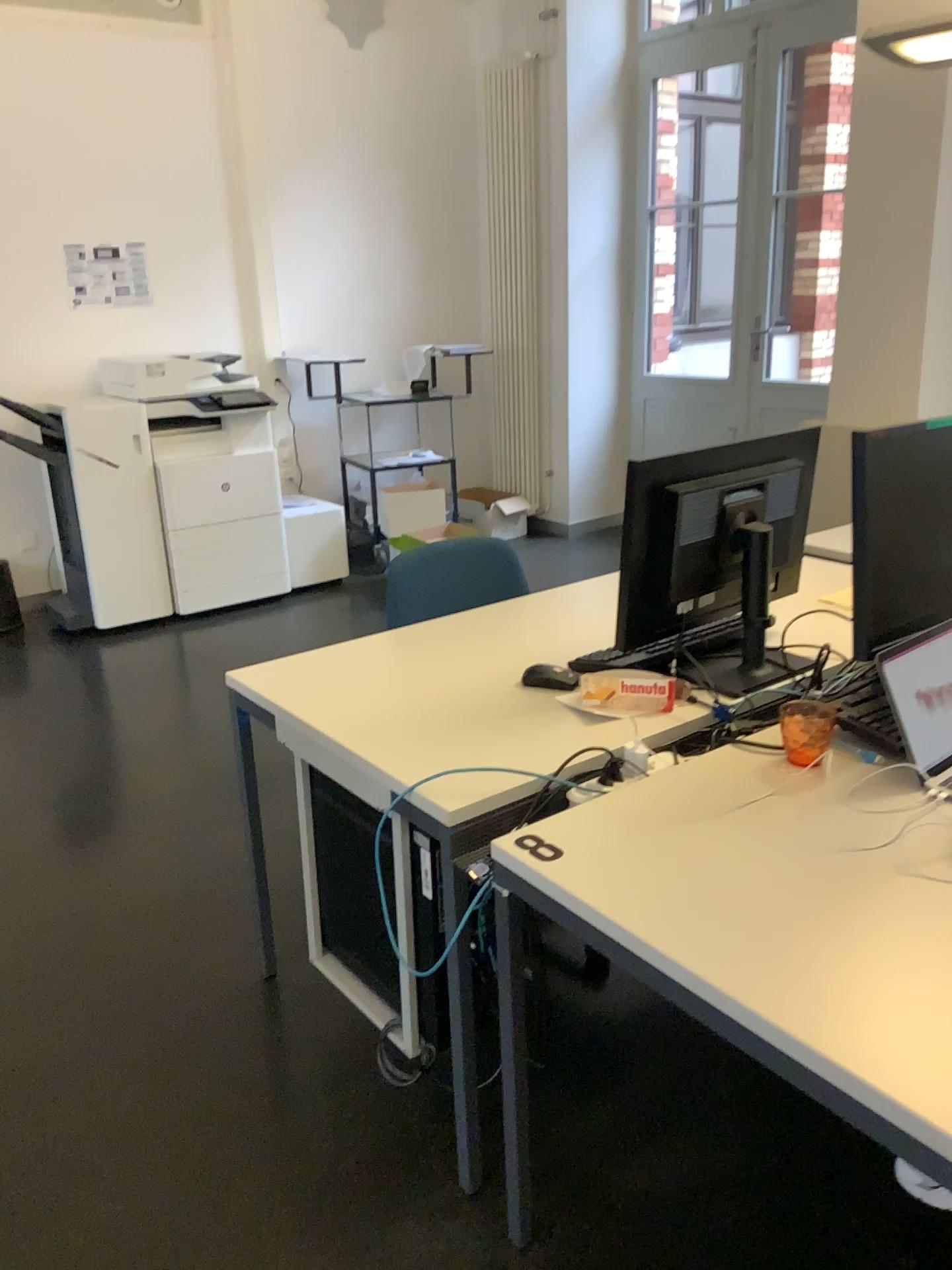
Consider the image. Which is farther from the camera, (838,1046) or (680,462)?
(680,462)

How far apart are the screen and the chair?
1.2 meters

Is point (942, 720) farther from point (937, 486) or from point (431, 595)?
point (431, 595)

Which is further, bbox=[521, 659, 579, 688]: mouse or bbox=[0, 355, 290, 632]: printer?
bbox=[0, 355, 290, 632]: printer

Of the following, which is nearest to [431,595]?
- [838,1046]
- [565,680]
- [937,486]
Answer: [565,680]

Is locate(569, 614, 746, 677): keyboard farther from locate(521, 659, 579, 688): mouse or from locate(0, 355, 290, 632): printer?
locate(0, 355, 290, 632): printer

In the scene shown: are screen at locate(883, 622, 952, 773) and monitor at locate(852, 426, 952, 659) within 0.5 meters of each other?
yes

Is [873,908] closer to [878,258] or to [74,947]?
[74,947]

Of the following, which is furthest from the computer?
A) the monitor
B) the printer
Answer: the printer

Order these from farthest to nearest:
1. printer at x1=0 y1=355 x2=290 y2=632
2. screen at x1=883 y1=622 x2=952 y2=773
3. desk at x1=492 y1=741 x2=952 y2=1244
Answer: printer at x1=0 y1=355 x2=290 y2=632, screen at x1=883 y1=622 x2=952 y2=773, desk at x1=492 y1=741 x2=952 y2=1244
